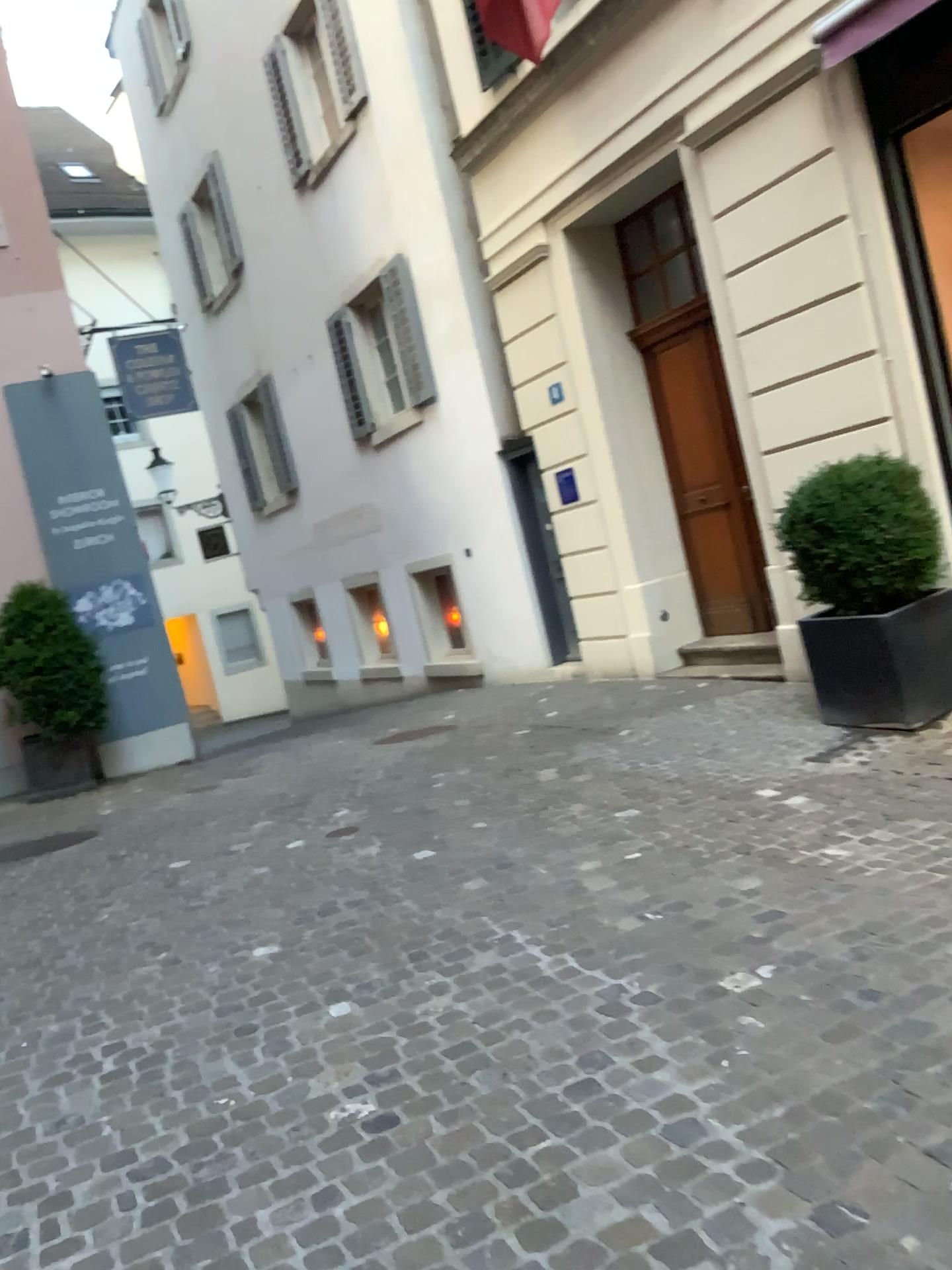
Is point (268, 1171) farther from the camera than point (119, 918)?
No
